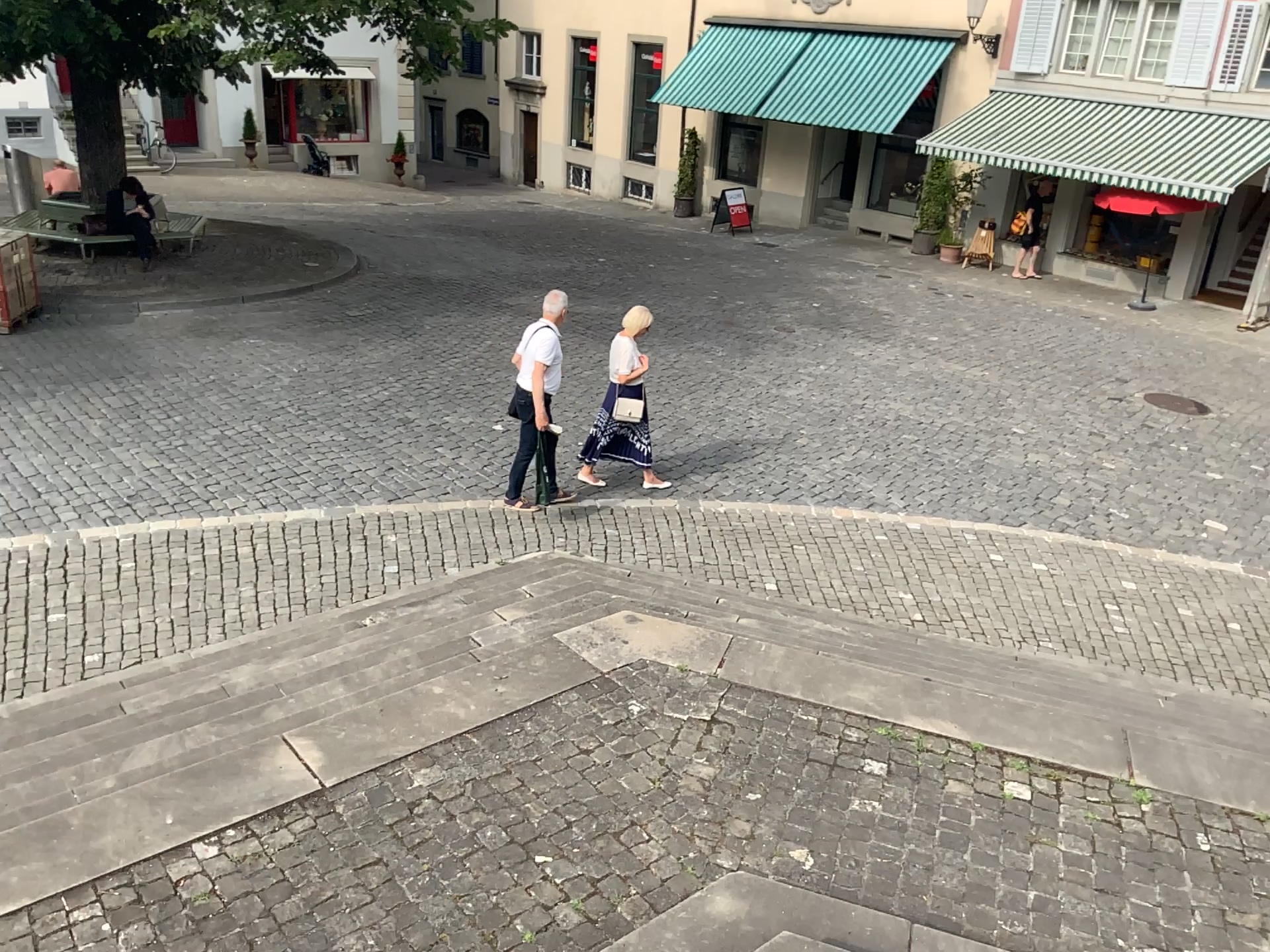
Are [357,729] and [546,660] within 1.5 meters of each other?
yes
